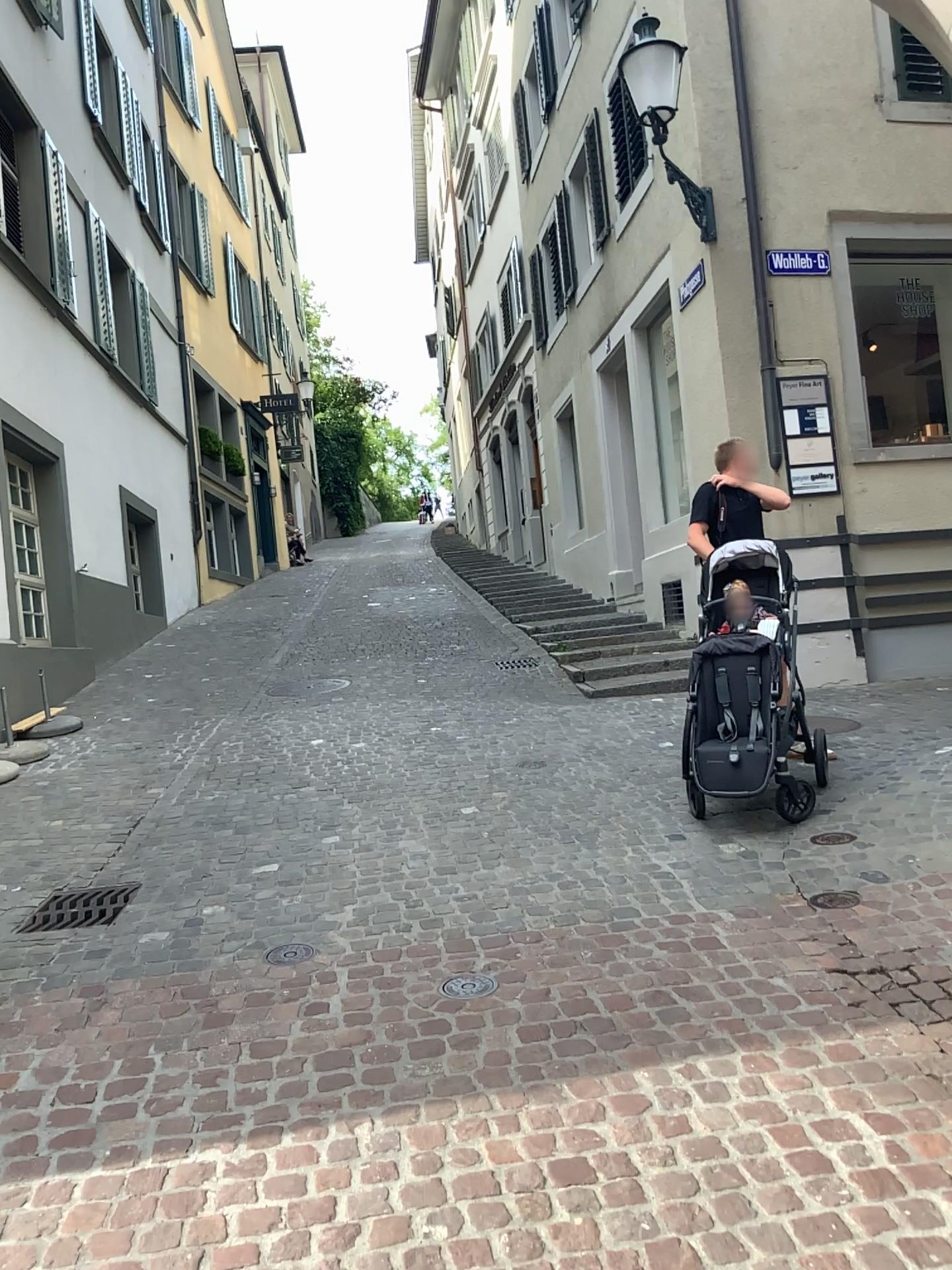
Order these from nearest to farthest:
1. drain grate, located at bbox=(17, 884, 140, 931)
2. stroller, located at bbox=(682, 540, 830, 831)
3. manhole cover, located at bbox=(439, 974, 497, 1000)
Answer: manhole cover, located at bbox=(439, 974, 497, 1000)
drain grate, located at bbox=(17, 884, 140, 931)
stroller, located at bbox=(682, 540, 830, 831)

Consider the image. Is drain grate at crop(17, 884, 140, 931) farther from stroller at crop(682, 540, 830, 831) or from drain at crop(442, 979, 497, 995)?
stroller at crop(682, 540, 830, 831)

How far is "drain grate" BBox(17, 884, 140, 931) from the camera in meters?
4.2 m

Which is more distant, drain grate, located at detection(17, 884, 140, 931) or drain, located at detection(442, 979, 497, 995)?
drain grate, located at detection(17, 884, 140, 931)

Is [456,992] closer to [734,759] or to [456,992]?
[456,992]

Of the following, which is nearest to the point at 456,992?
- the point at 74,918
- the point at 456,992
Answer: the point at 456,992

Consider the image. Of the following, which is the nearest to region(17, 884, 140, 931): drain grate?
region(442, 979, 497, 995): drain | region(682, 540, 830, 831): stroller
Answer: region(442, 979, 497, 995): drain

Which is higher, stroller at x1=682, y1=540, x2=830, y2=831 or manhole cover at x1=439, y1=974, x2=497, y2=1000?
stroller at x1=682, y1=540, x2=830, y2=831

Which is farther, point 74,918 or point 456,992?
point 74,918

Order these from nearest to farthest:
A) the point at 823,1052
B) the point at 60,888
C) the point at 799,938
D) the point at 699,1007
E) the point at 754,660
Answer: the point at 823,1052 < the point at 699,1007 < the point at 799,938 < the point at 60,888 < the point at 754,660
